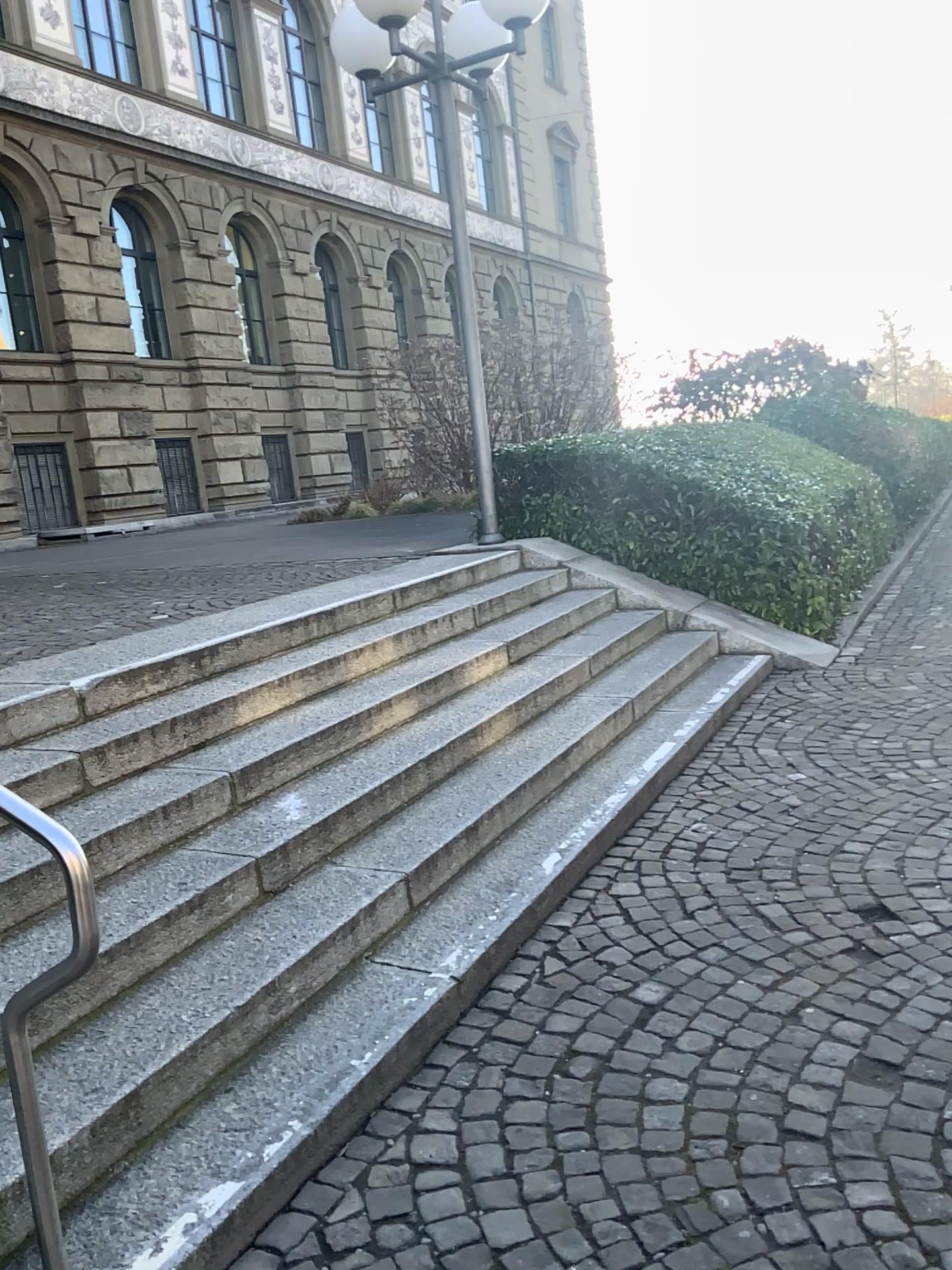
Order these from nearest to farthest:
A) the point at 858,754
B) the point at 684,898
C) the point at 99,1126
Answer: the point at 99,1126
the point at 684,898
the point at 858,754
